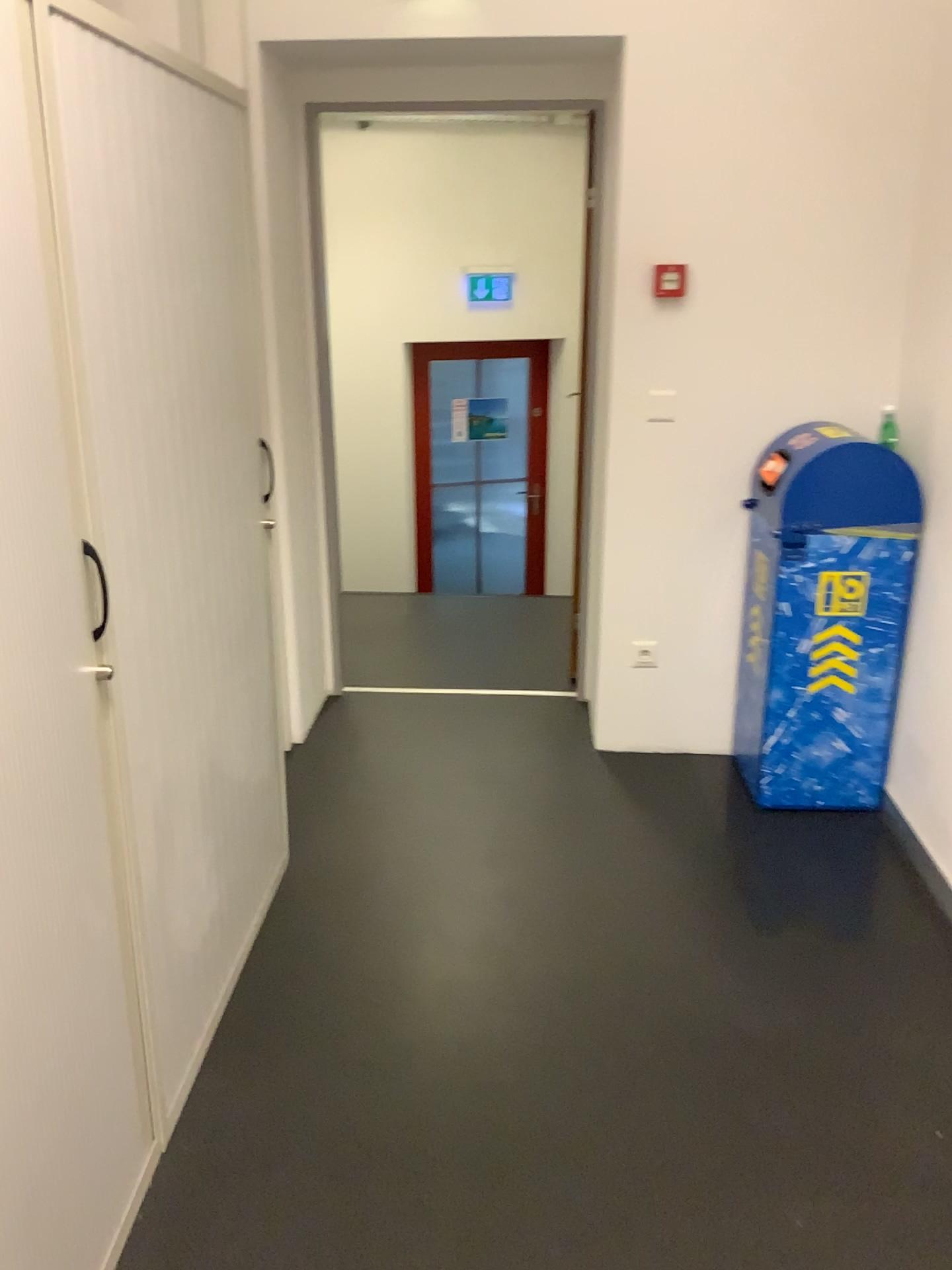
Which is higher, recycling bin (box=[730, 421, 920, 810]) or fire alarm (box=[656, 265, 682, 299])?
fire alarm (box=[656, 265, 682, 299])

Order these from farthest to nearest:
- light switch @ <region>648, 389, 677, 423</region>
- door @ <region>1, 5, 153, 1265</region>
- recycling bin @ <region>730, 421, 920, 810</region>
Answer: light switch @ <region>648, 389, 677, 423</region>
recycling bin @ <region>730, 421, 920, 810</region>
door @ <region>1, 5, 153, 1265</region>

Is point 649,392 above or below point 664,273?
below

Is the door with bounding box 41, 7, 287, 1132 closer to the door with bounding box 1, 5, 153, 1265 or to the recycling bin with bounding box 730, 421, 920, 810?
the door with bounding box 1, 5, 153, 1265

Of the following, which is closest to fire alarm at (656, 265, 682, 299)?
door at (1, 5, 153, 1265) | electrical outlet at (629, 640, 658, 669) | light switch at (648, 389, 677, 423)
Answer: light switch at (648, 389, 677, 423)

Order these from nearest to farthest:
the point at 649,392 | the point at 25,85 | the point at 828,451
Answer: the point at 25,85, the point at 828,451, the point at 649,392

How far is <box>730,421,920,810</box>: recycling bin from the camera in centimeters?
286cm

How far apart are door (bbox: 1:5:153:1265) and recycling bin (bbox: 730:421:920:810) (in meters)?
1.96

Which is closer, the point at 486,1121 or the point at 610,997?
the point at 486,1121

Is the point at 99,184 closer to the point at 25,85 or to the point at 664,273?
the point at 25,85
